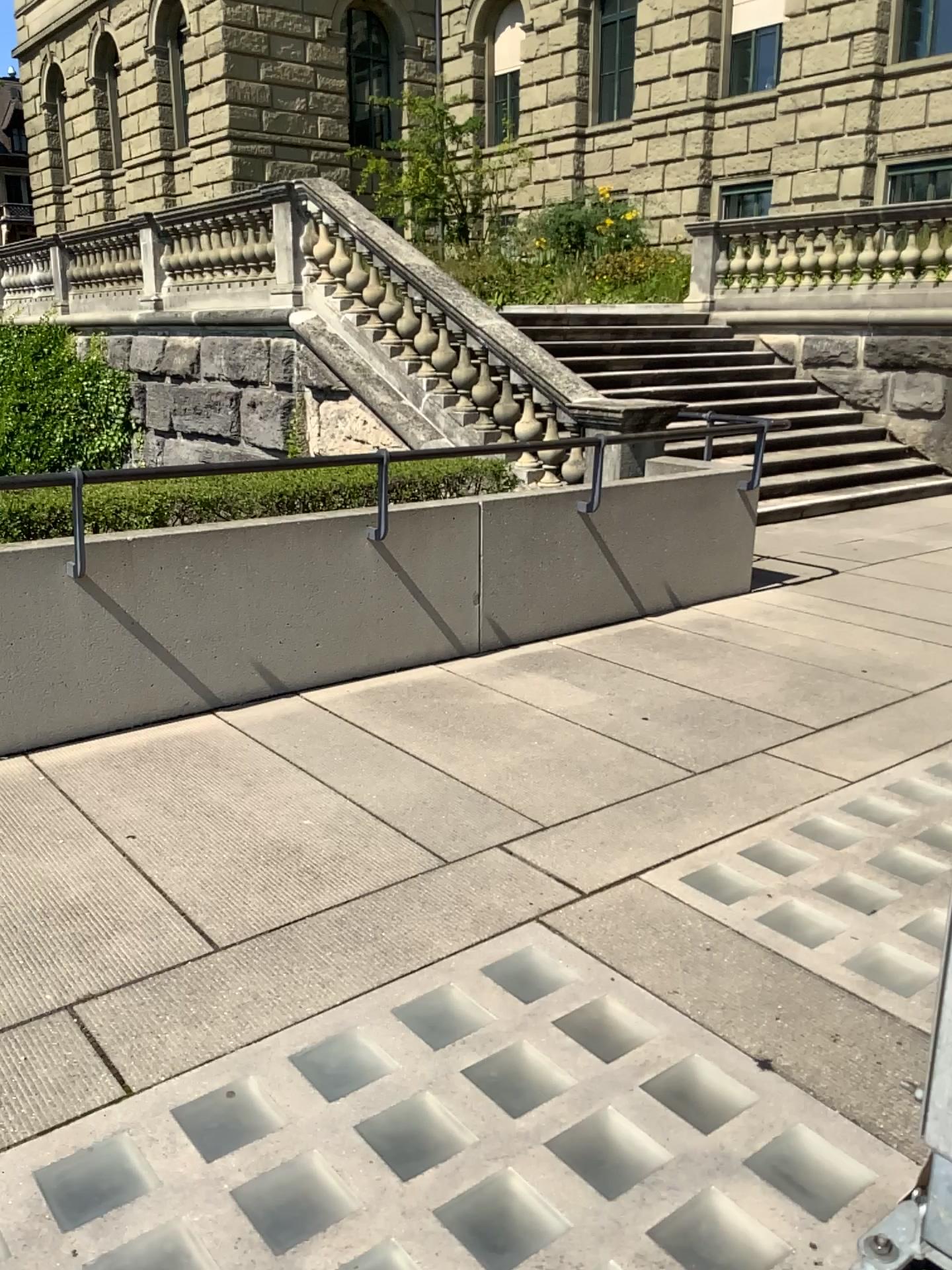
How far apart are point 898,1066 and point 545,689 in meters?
2.6
